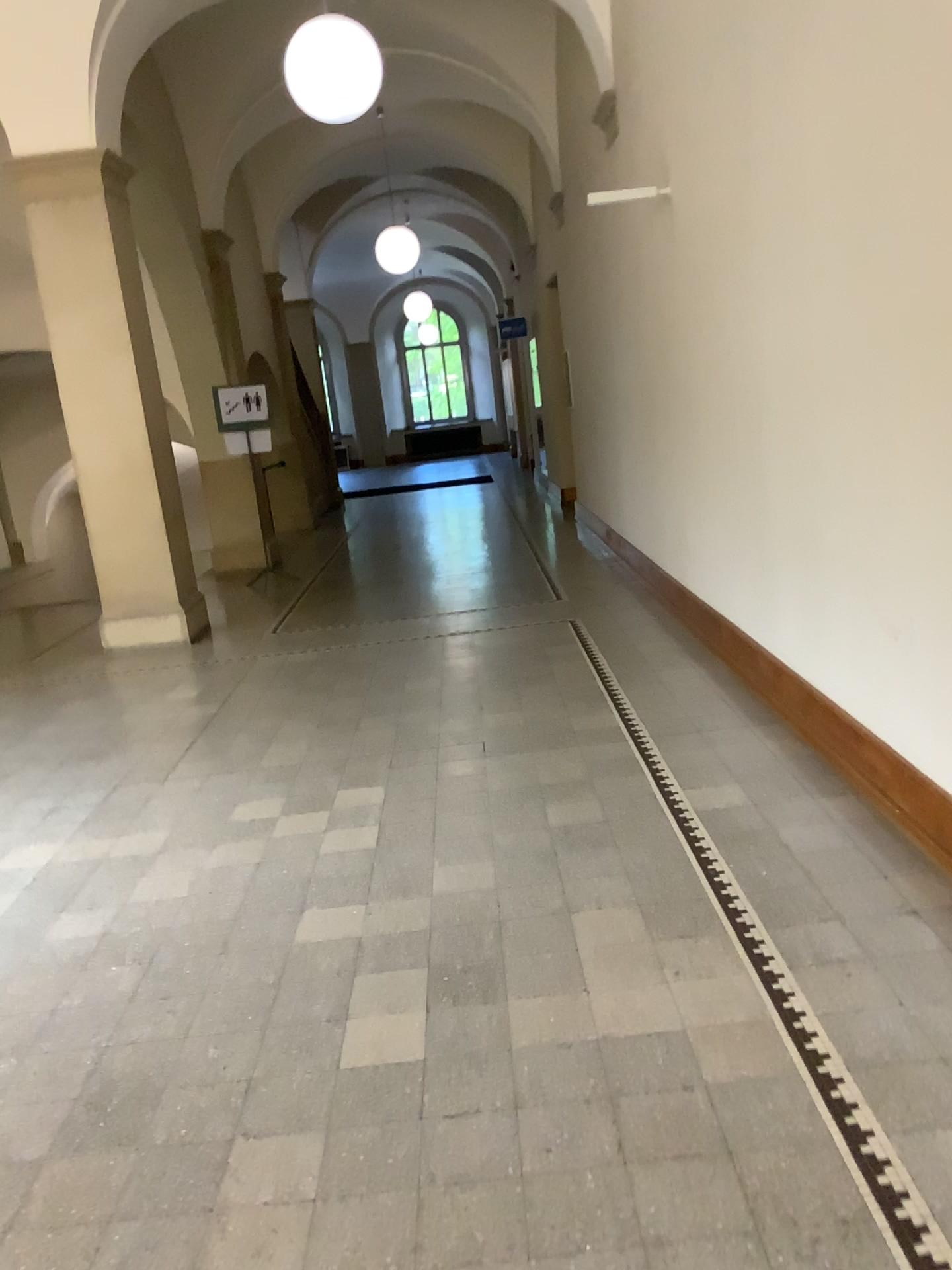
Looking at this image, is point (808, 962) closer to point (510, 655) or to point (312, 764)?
point (312, 764)
